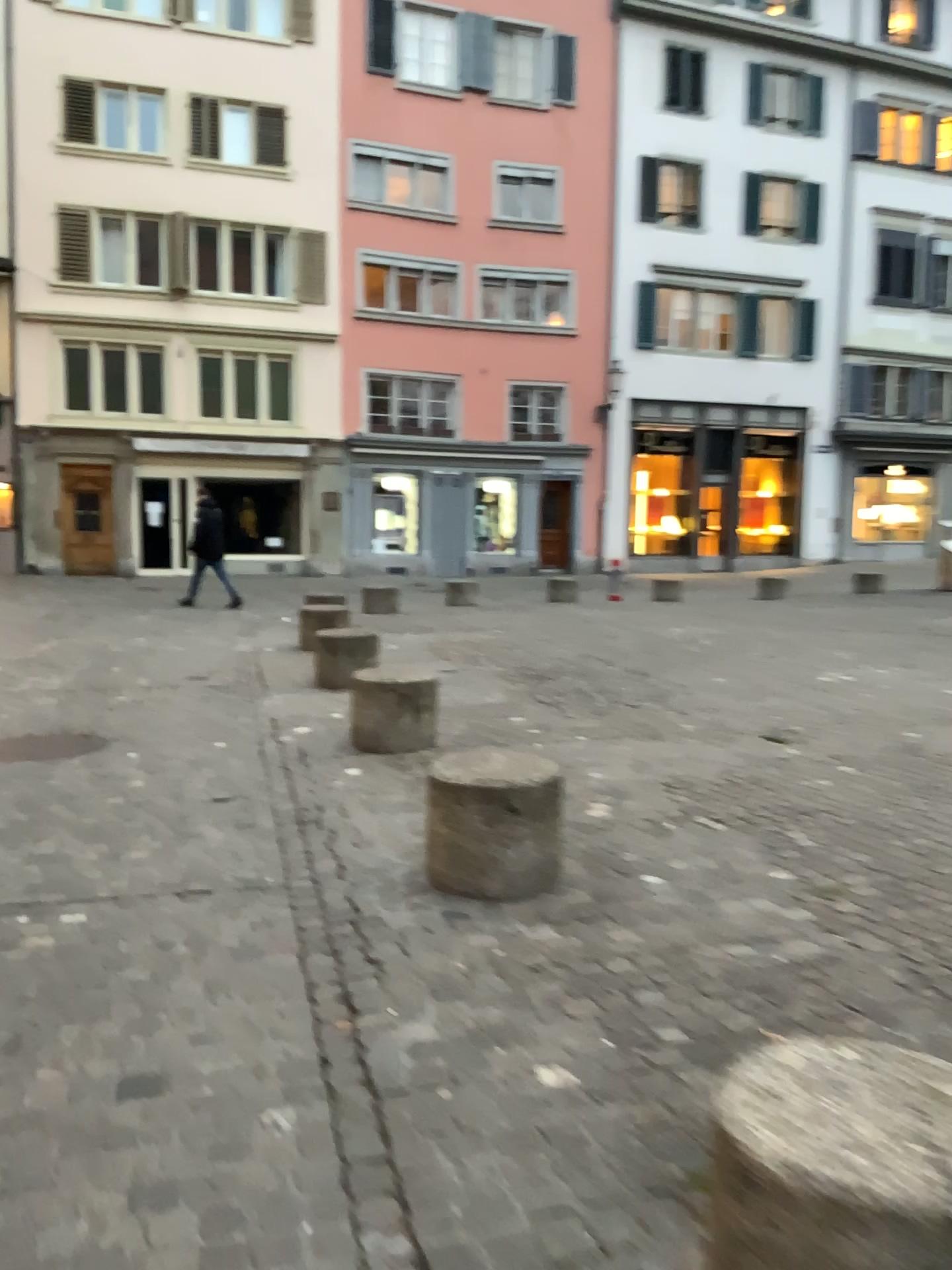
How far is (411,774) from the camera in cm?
527
